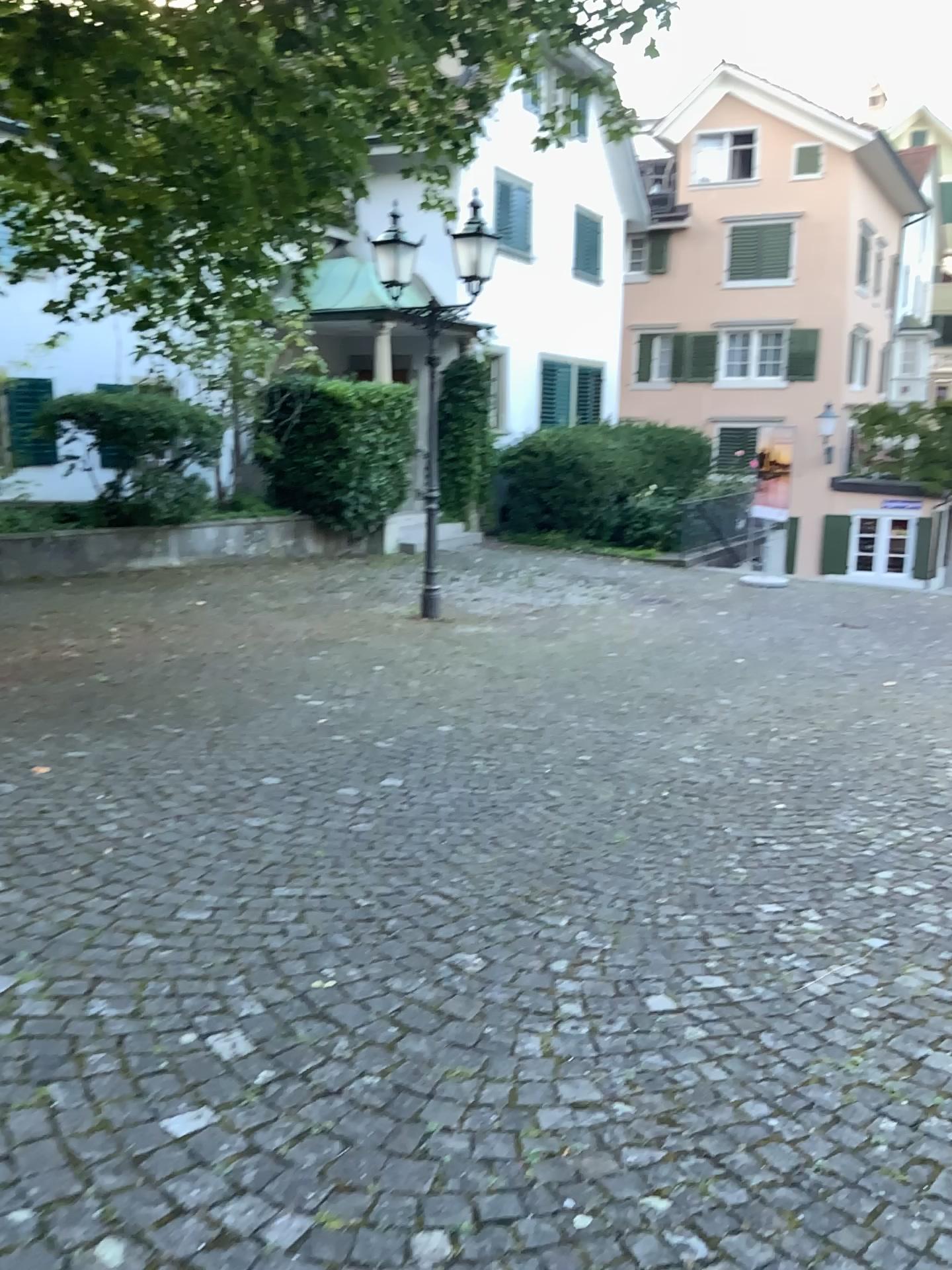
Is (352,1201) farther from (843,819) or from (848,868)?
(843,819)
